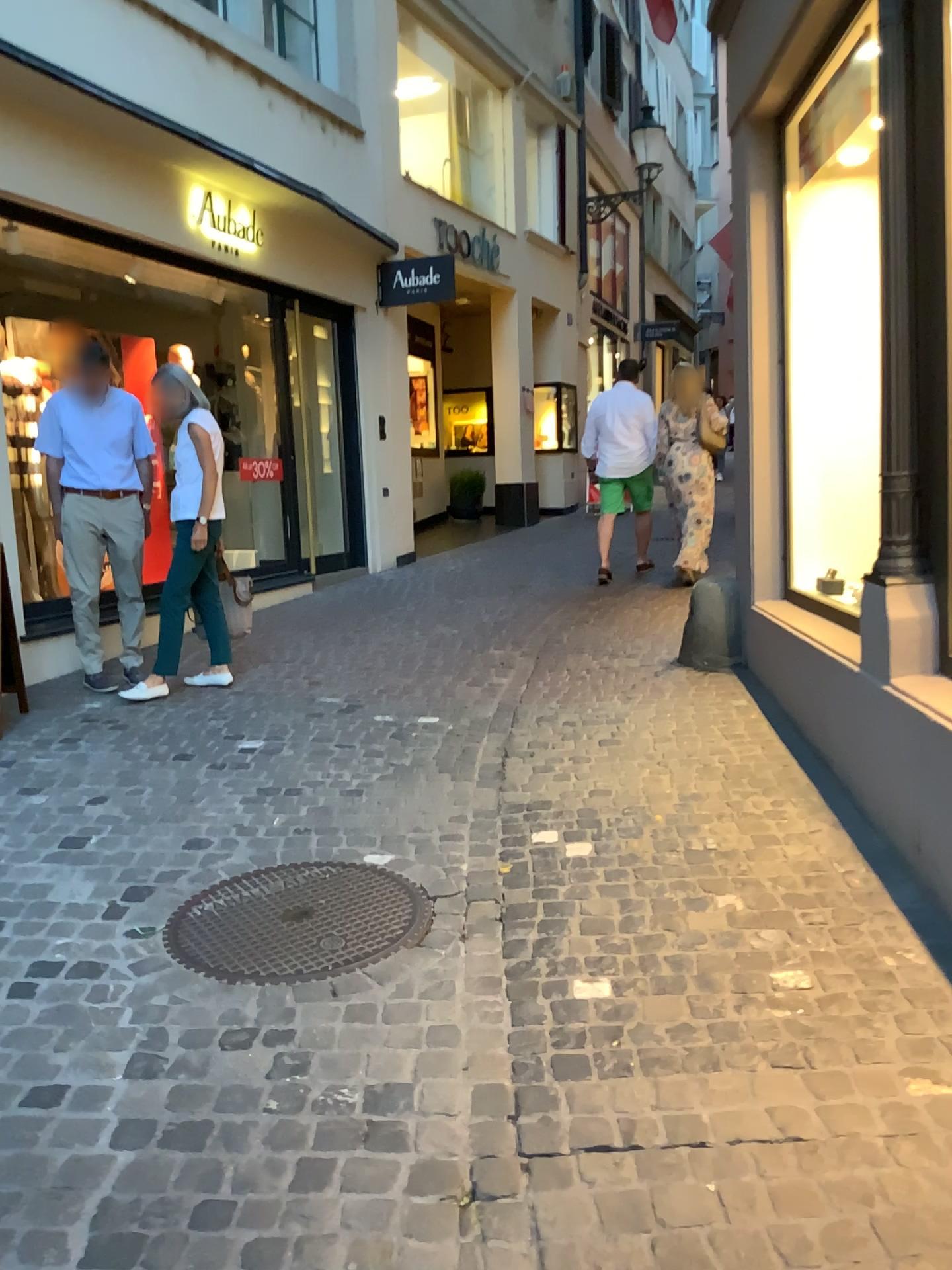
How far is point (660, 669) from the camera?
5.5m
